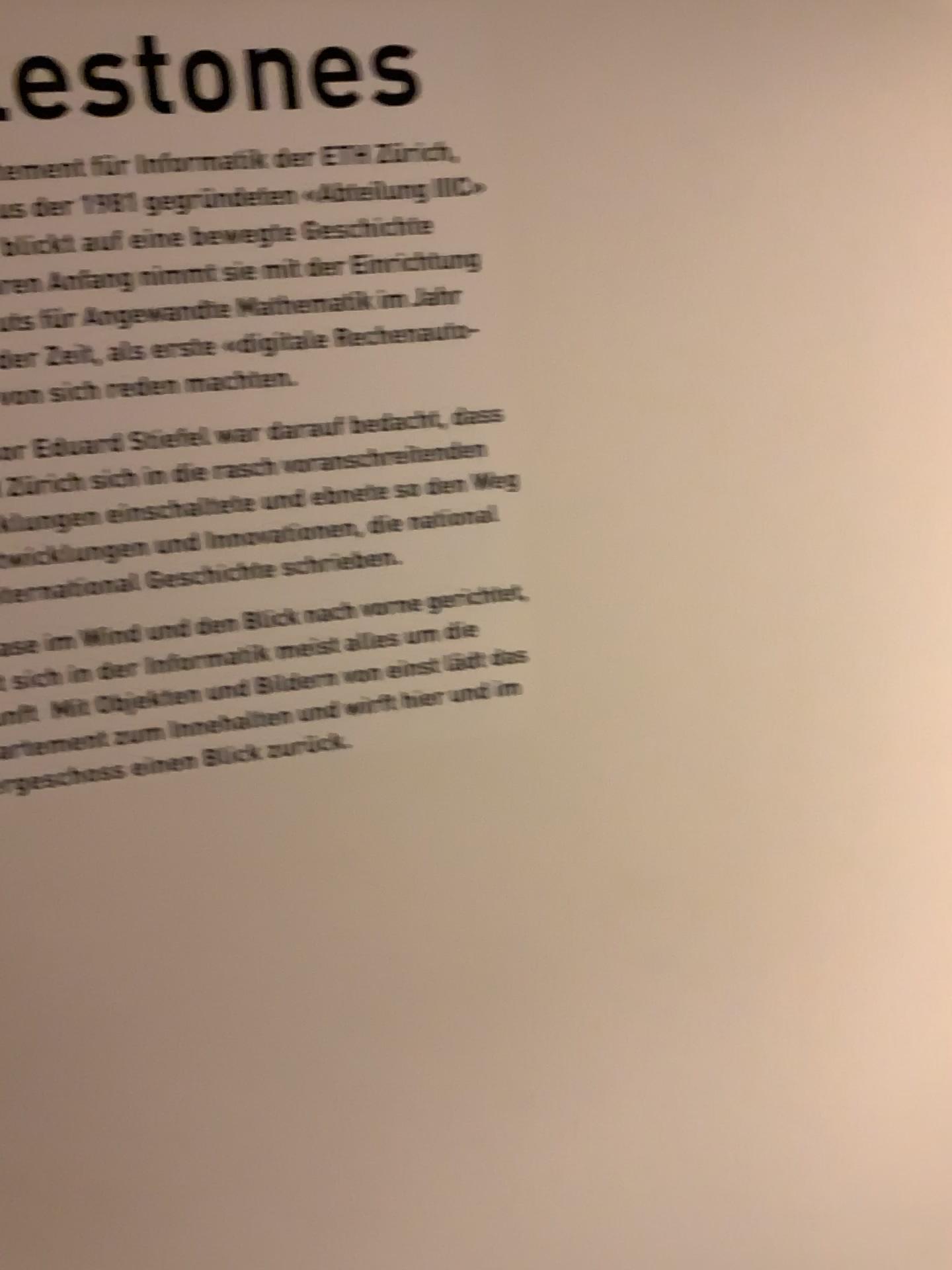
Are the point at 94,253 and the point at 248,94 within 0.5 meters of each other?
yes
